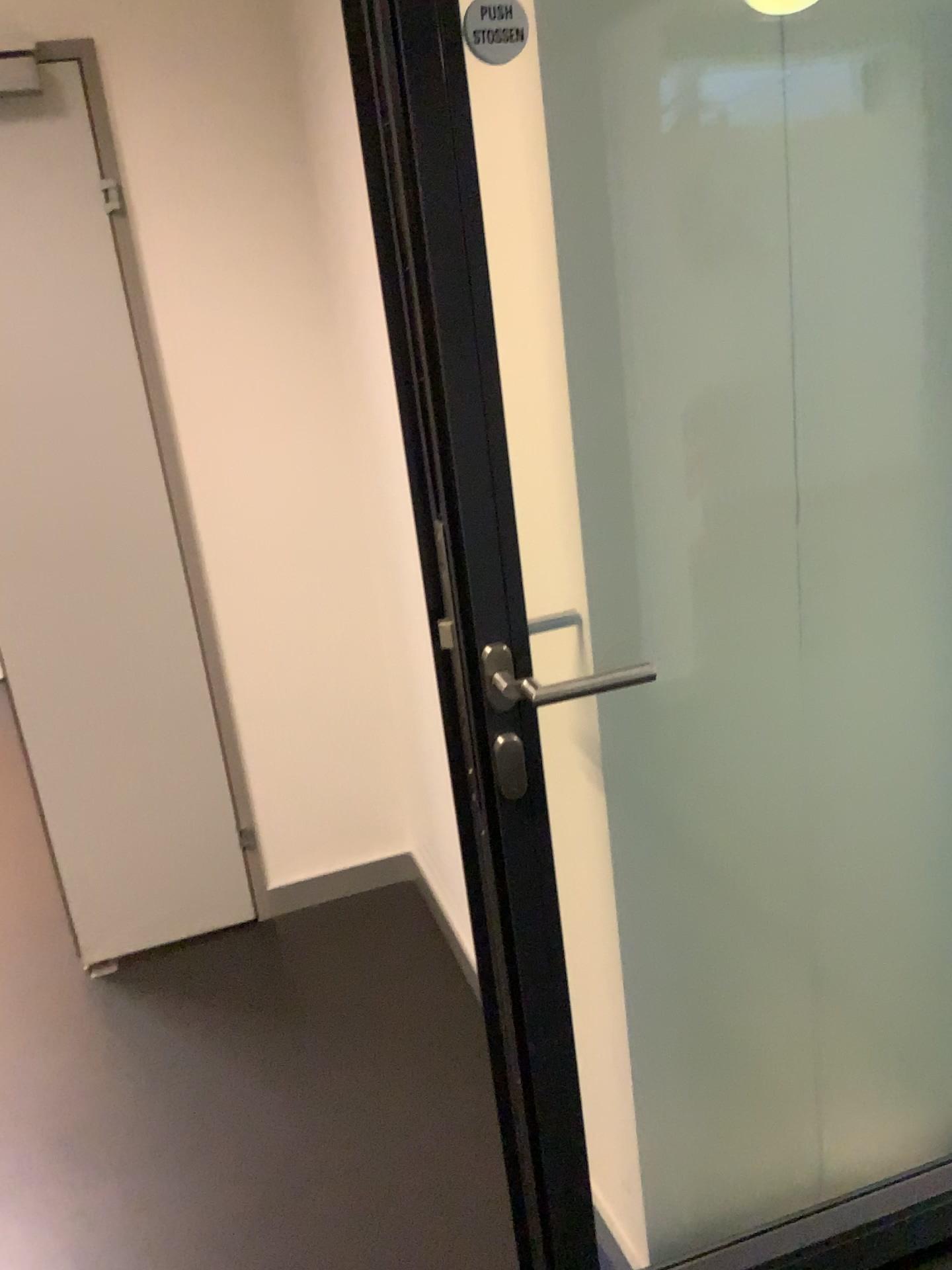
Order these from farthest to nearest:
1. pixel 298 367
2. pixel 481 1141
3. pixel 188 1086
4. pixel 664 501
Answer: pixel 298 367 → pixel 188 1086 → pixel 481 1141 → pixel 664 501

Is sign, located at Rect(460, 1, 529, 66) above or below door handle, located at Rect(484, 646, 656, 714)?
above

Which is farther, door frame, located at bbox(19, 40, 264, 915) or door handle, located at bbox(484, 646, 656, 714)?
door frame, located at bbox(19, 40, 264, 915)

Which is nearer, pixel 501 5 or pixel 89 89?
pixel 501 5

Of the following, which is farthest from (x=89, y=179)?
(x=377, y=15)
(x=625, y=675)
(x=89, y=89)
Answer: (x=625, y=675)

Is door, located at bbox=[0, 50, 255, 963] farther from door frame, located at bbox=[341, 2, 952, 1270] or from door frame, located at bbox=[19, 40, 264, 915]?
door frame, located at bbox=[341, 2, 952, 1270]

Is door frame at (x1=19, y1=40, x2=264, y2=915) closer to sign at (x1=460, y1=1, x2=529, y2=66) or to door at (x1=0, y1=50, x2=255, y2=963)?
door at (x1=0, y1=50, x2=255, y2=963)

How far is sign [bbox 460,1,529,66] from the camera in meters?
1.0 m

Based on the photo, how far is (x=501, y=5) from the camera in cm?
97

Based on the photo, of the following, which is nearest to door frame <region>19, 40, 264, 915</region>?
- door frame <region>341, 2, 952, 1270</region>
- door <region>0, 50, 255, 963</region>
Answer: door <region>0, 50, 255, 963</region>
